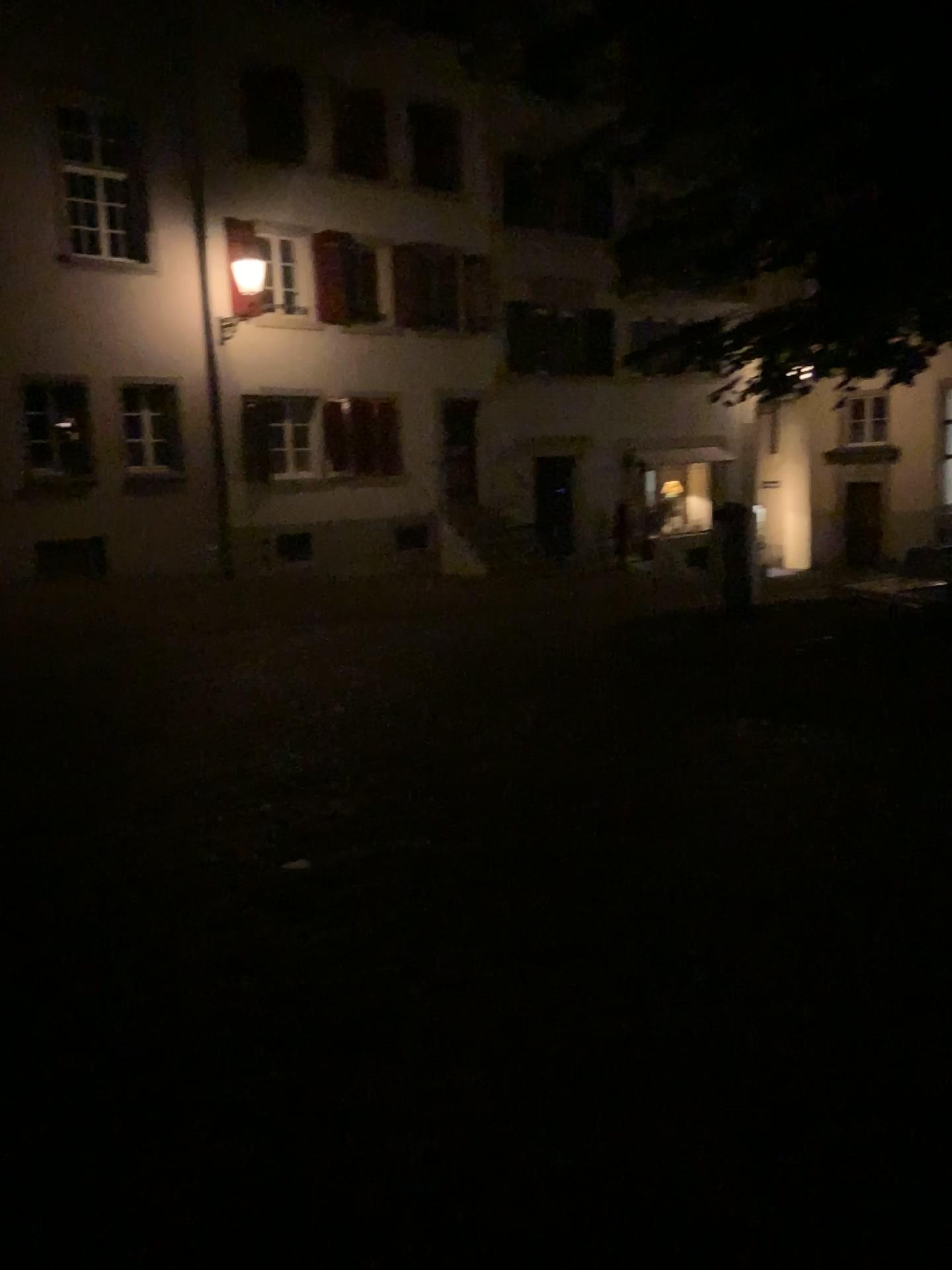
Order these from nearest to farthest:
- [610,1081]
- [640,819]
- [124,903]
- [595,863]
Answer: [610,1081]
[124,903]
[595,863]
[640,819]
